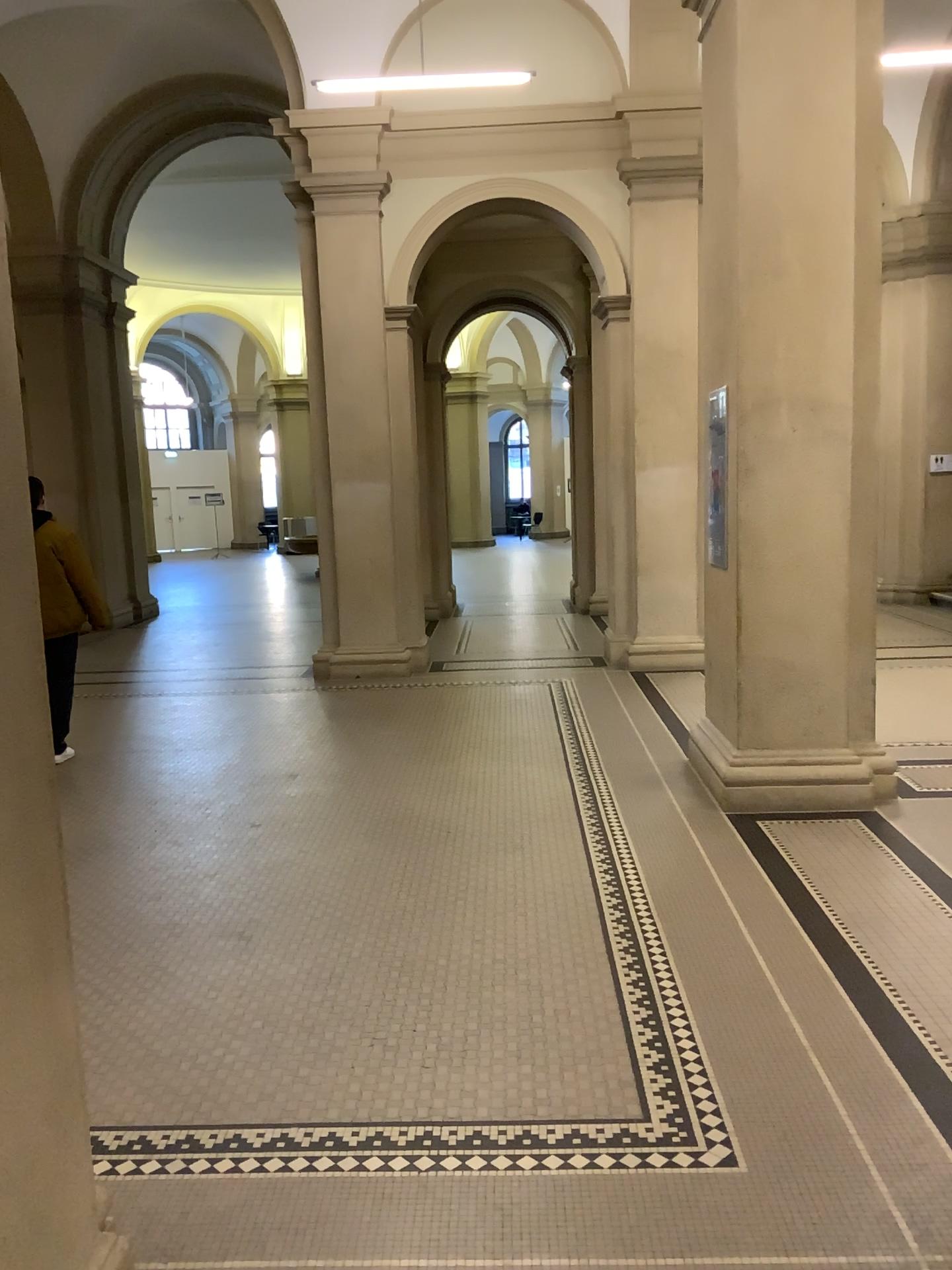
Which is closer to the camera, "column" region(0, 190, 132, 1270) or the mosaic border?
"column" region(0, 190, 132, 1270)

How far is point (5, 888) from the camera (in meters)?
1.68

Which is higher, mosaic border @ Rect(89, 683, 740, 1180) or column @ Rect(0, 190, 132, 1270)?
column @ Rect(0, 190, 132, 1270)

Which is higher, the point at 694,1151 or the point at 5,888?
the point at 5,888

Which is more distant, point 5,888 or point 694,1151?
point 694,1151

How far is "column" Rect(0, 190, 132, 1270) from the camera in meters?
1.7 m

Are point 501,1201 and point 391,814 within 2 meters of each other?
no
